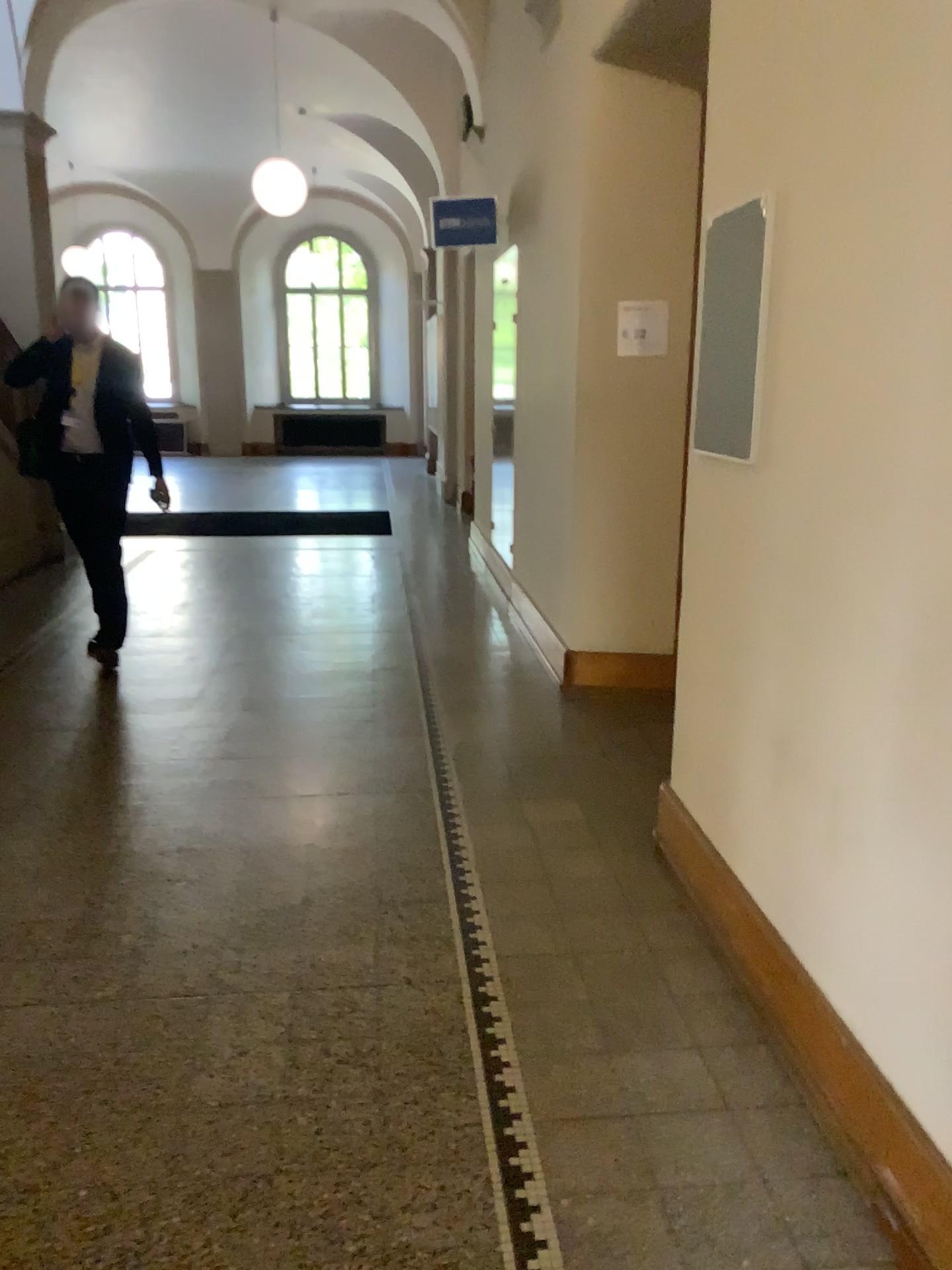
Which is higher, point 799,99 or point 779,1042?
point 799,99

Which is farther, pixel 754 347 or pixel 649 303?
pixel 649 303

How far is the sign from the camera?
4.45m

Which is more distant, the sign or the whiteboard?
the sign

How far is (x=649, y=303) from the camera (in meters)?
4.45
